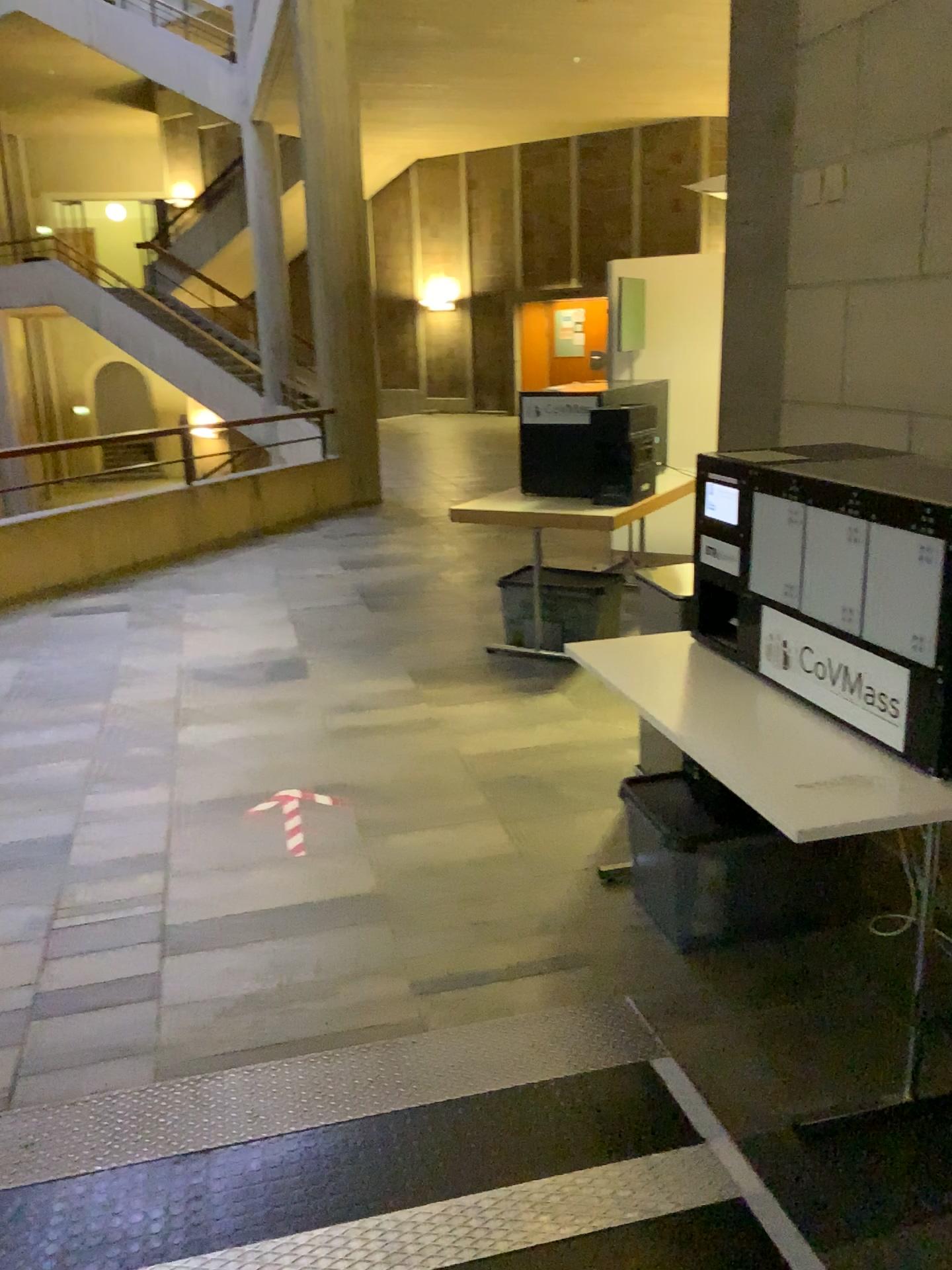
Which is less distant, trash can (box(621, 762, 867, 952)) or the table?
the table

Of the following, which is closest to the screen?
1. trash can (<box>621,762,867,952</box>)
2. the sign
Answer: the sign

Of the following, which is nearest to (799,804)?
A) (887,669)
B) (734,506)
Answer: (887,669)

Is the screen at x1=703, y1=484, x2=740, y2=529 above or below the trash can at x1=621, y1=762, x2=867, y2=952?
above

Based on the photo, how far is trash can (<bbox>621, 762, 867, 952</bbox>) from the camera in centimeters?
269cm

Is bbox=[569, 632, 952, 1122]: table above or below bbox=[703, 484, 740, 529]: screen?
below

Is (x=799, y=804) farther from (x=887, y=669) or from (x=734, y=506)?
(x=734, y=506)

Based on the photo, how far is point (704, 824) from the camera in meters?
2.7 m

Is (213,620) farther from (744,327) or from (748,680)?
(748,680)

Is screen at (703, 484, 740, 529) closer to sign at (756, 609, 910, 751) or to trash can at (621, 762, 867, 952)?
sign at (756, 609, 910, 751)
